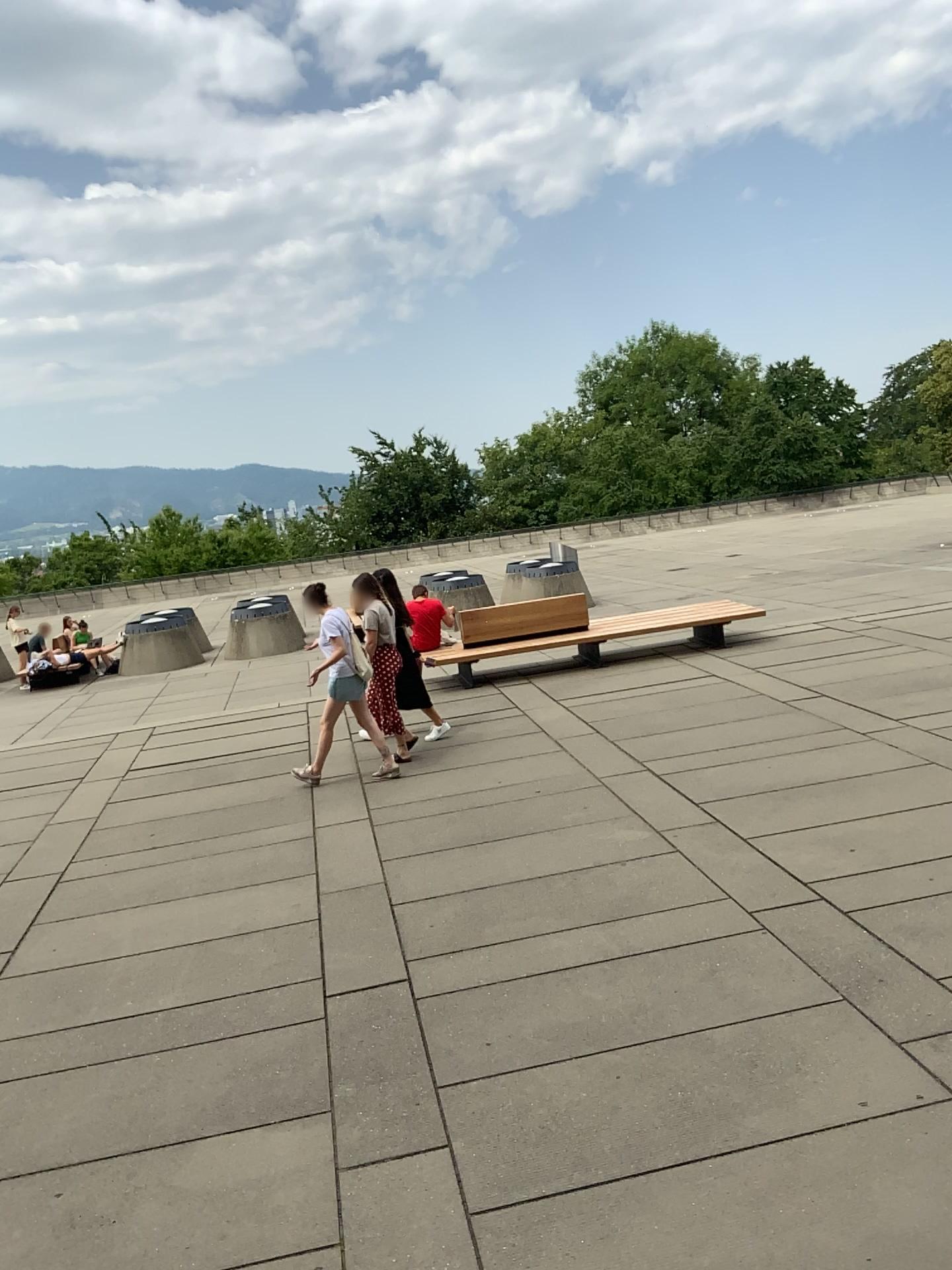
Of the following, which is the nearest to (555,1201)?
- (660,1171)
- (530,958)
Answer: (660,1171)
